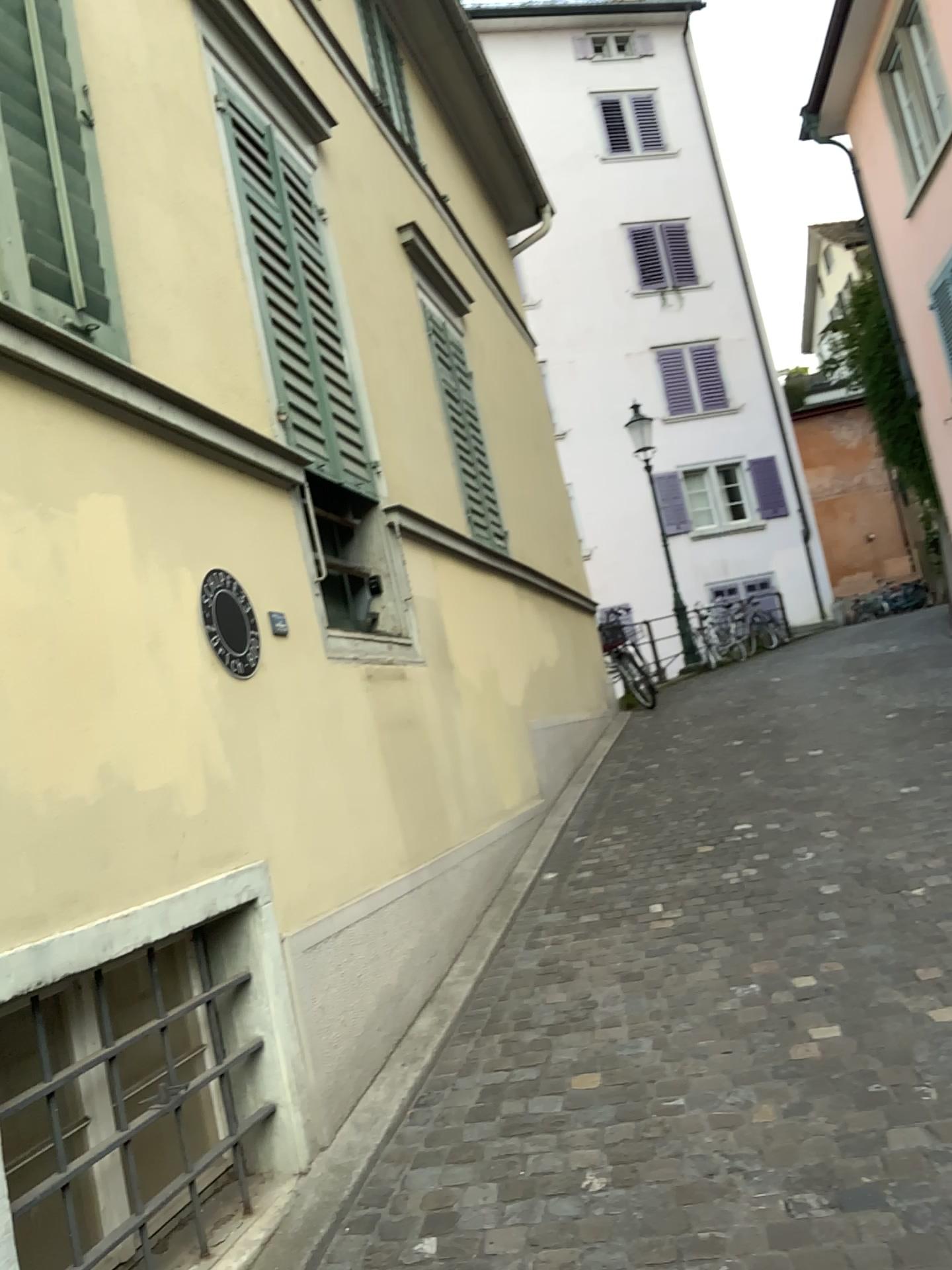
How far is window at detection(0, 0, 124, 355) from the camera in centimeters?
260cm

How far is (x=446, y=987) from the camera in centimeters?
407cm

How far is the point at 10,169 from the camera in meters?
2.6 m
